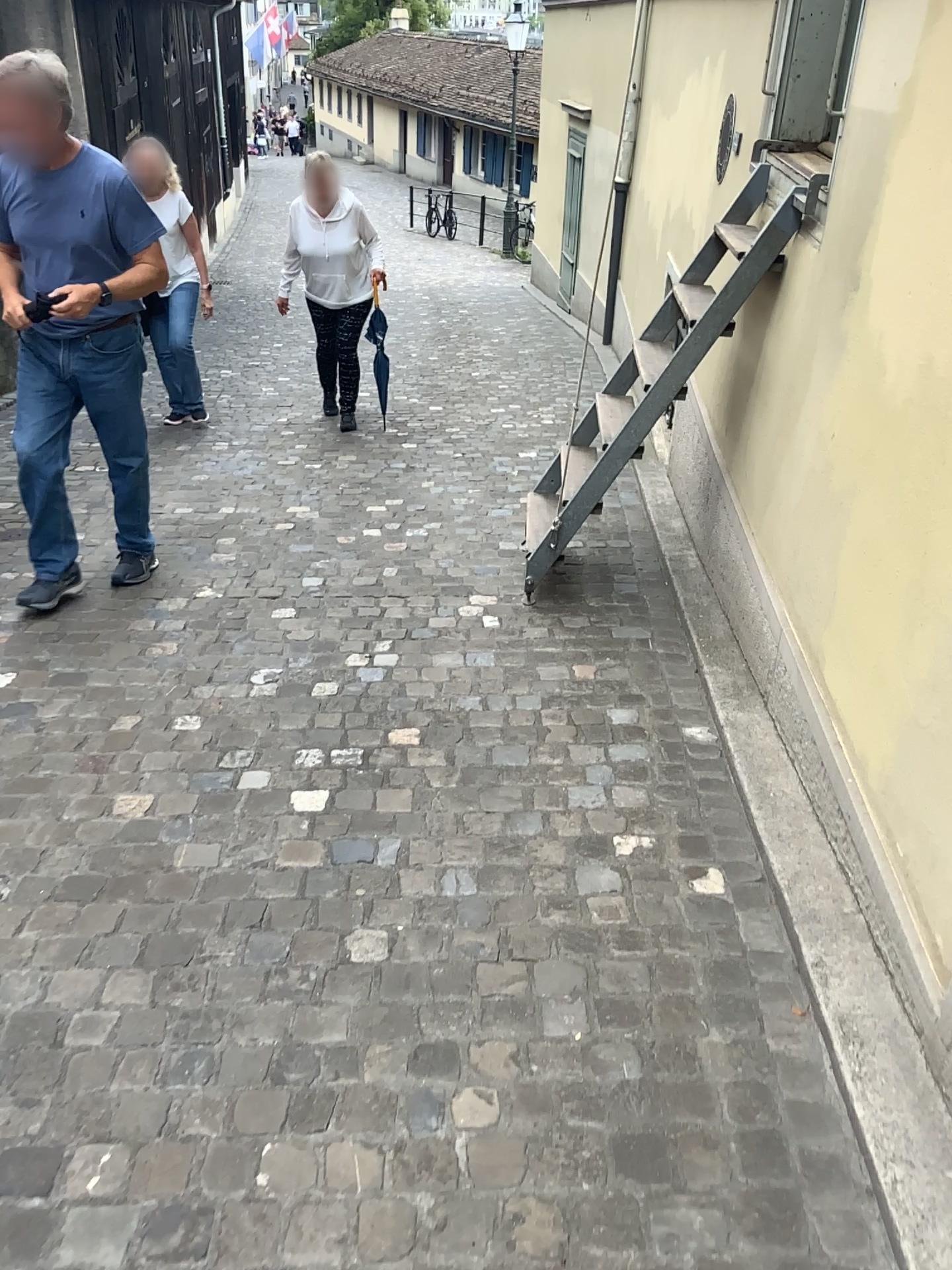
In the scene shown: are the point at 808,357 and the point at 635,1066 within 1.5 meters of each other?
no

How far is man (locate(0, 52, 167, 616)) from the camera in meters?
3.3

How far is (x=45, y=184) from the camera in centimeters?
326cm
